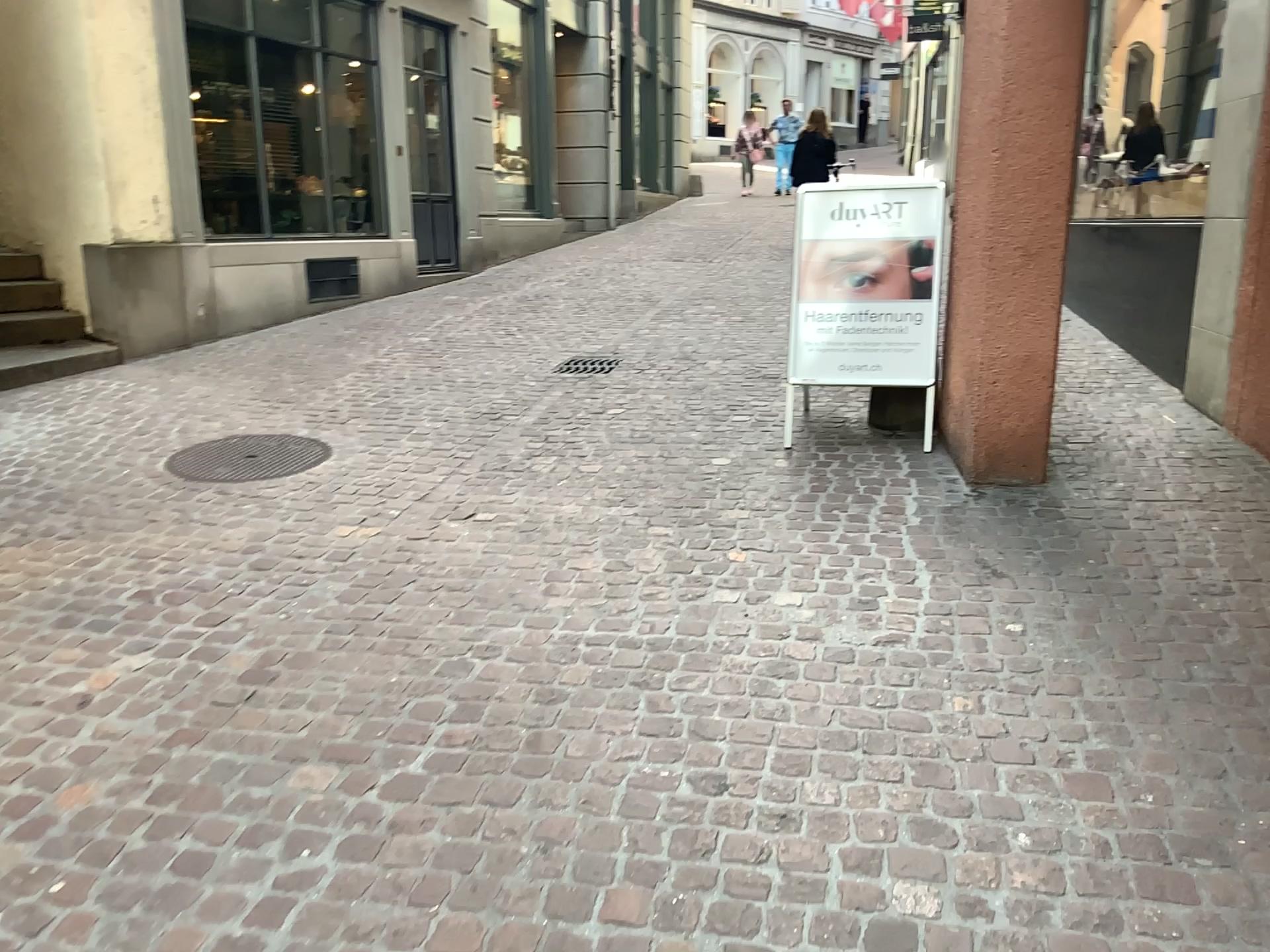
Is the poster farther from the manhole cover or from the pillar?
the manhole cover

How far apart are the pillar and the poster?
0.3 meters

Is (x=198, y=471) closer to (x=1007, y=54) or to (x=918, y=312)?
(x=918, y=312)

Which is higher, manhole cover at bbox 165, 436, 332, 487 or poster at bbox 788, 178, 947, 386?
poster at bbox 788, 178, 947, 386

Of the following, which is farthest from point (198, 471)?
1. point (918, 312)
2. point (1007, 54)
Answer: point (1007, 54)

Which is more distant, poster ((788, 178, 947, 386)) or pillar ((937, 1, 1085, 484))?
poster ((788, 178, 947, 386))

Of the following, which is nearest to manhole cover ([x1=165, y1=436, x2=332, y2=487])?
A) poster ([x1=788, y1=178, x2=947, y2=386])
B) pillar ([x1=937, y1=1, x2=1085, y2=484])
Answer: poster ([x1=788, y1=178, x2=947, y2=386])

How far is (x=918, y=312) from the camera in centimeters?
455cm

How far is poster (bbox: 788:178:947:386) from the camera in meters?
4.6

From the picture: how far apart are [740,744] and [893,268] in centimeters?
272cm
